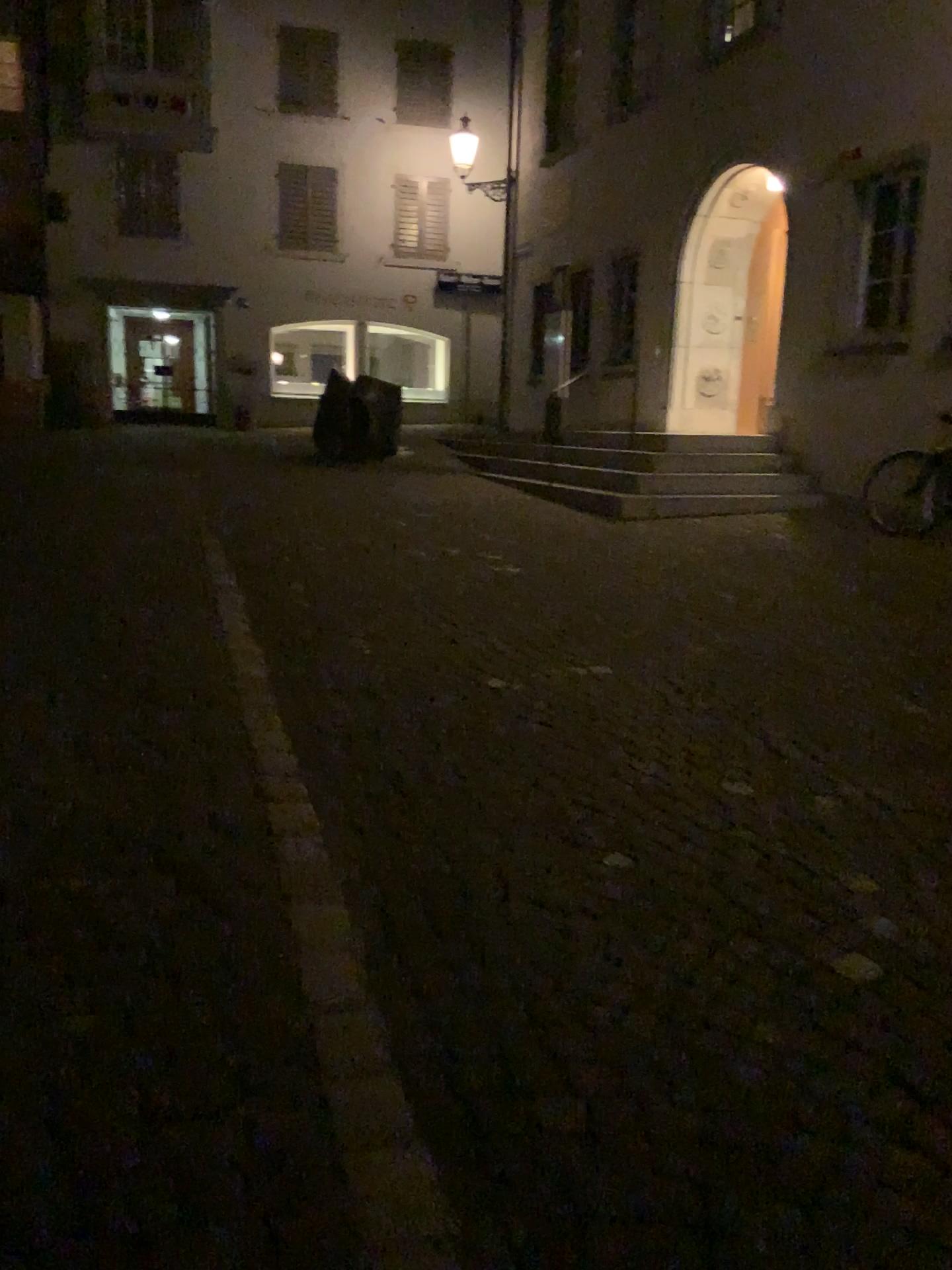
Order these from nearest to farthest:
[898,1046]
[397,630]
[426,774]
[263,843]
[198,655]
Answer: [898,1046] → [263,843] → [426,774] → [198,655] → [397,630]
